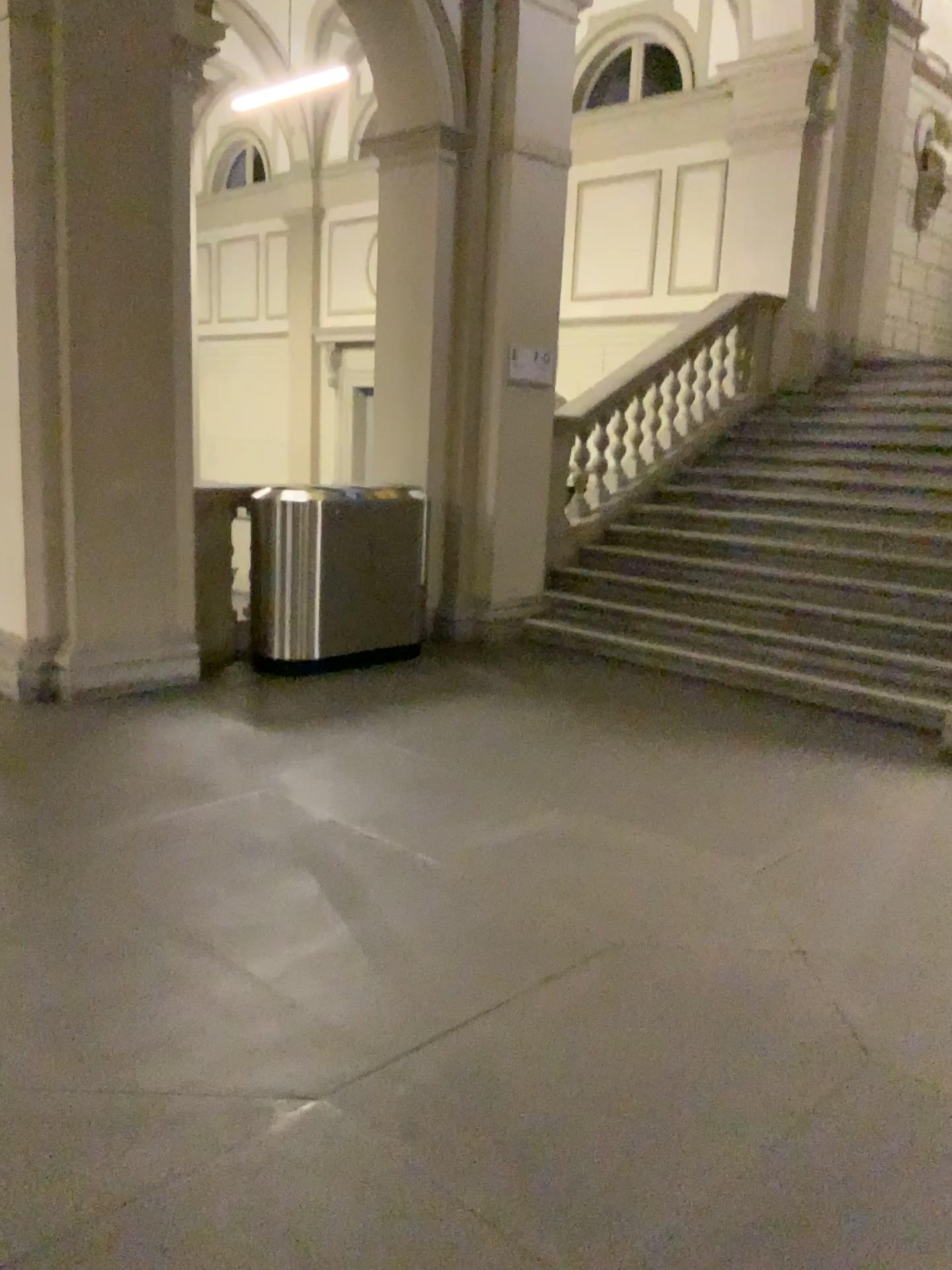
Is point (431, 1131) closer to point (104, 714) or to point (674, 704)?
point (104, 714)
